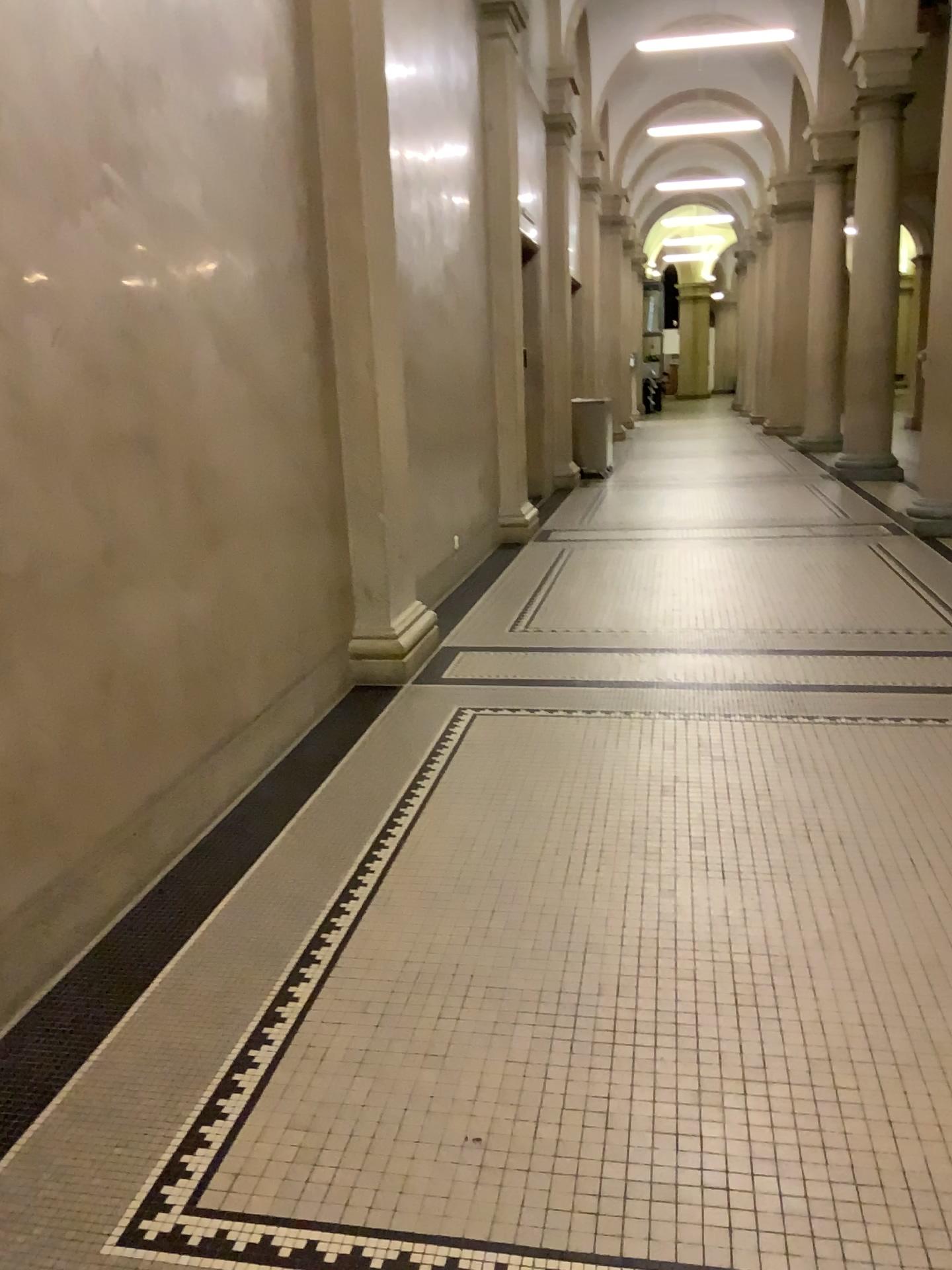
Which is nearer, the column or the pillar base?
the column

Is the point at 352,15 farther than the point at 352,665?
No

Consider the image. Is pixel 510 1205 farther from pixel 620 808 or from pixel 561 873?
pixel 620 808

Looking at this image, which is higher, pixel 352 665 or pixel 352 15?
pixel 352 15
